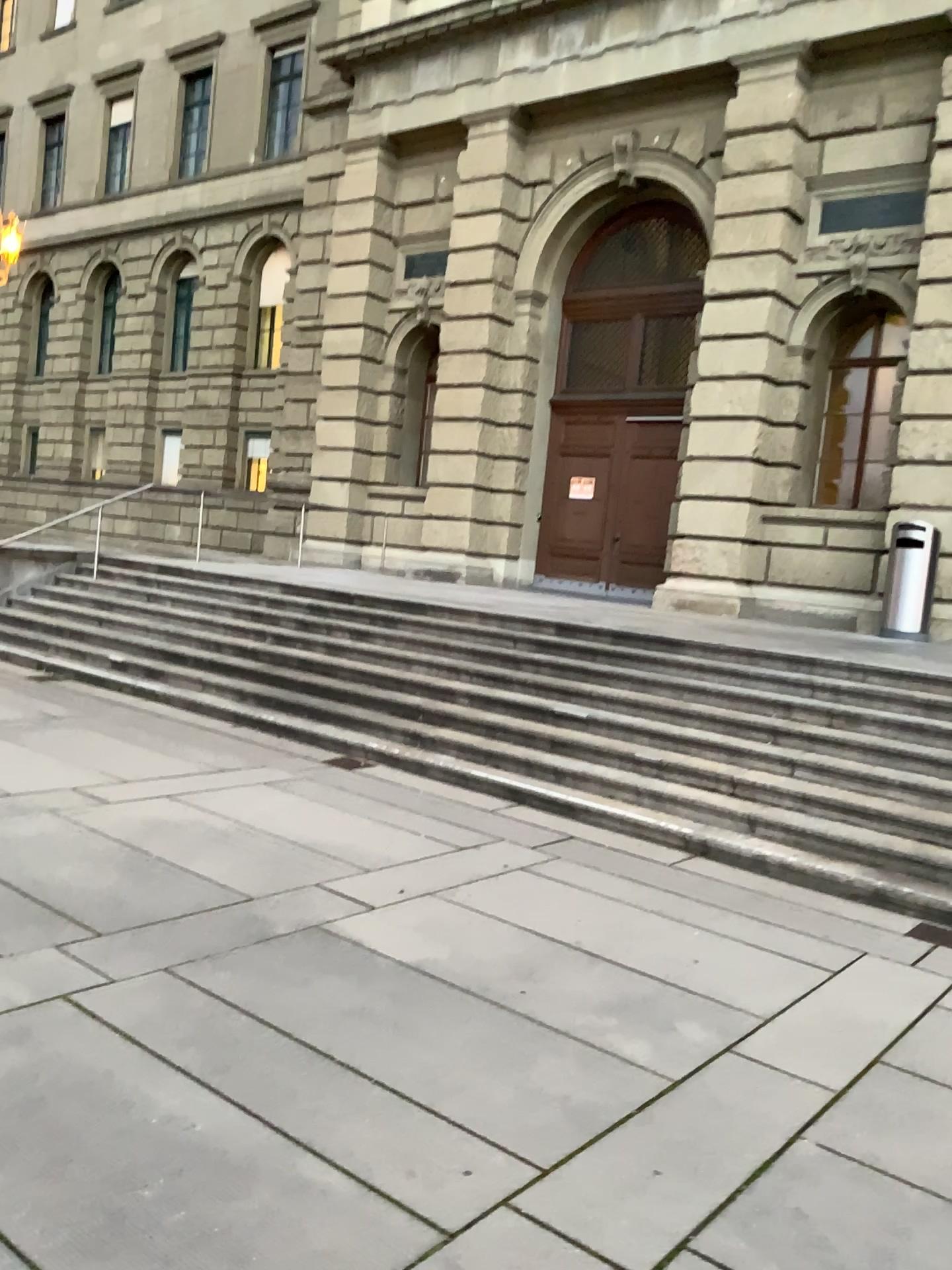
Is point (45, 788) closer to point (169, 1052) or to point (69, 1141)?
point (169, 1052)
